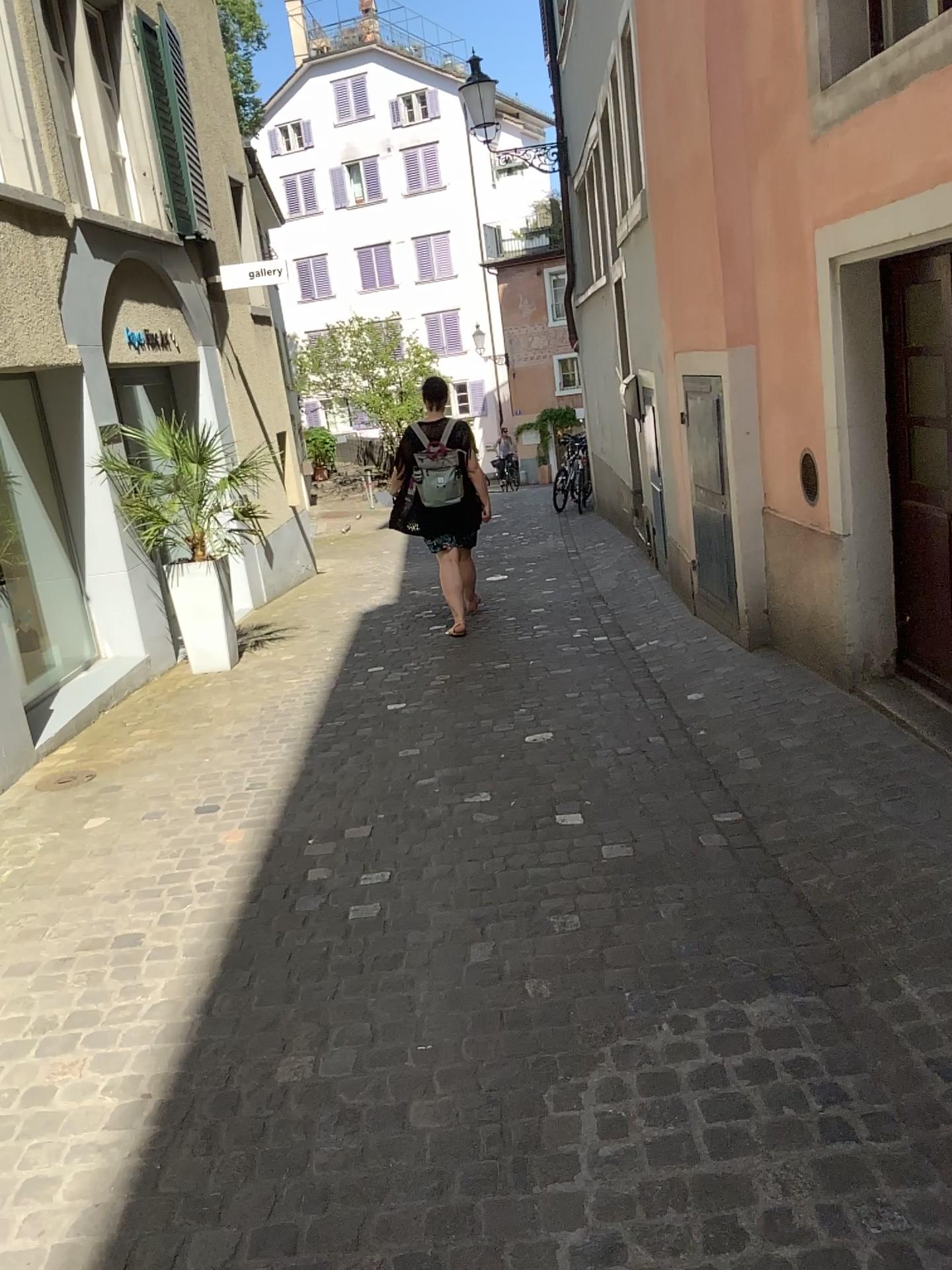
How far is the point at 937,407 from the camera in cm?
361

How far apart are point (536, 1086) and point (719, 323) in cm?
392

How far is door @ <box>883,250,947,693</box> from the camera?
3.6 meters
